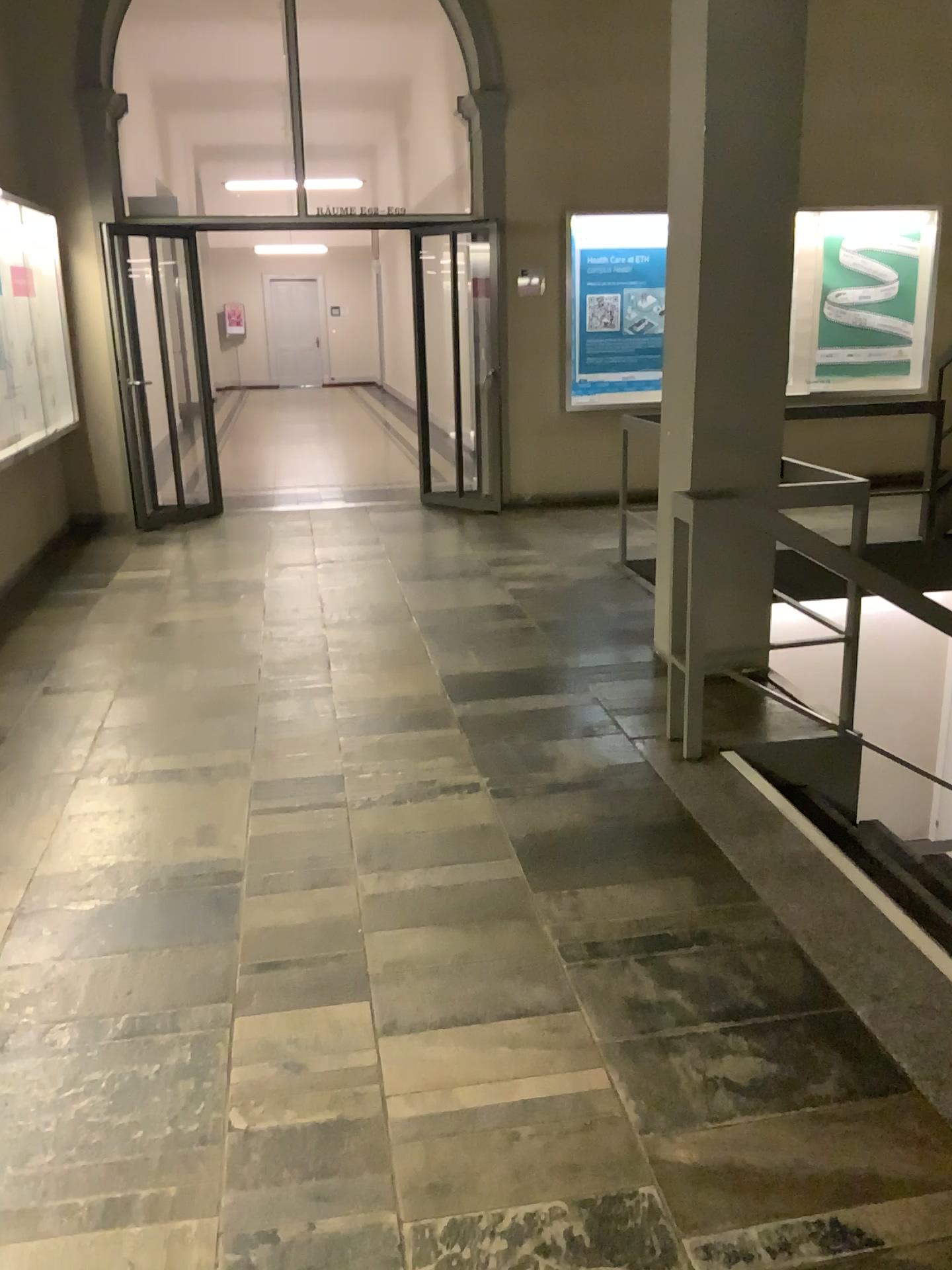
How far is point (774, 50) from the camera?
3.82m

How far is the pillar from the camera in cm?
382

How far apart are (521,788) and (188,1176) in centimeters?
172cm
